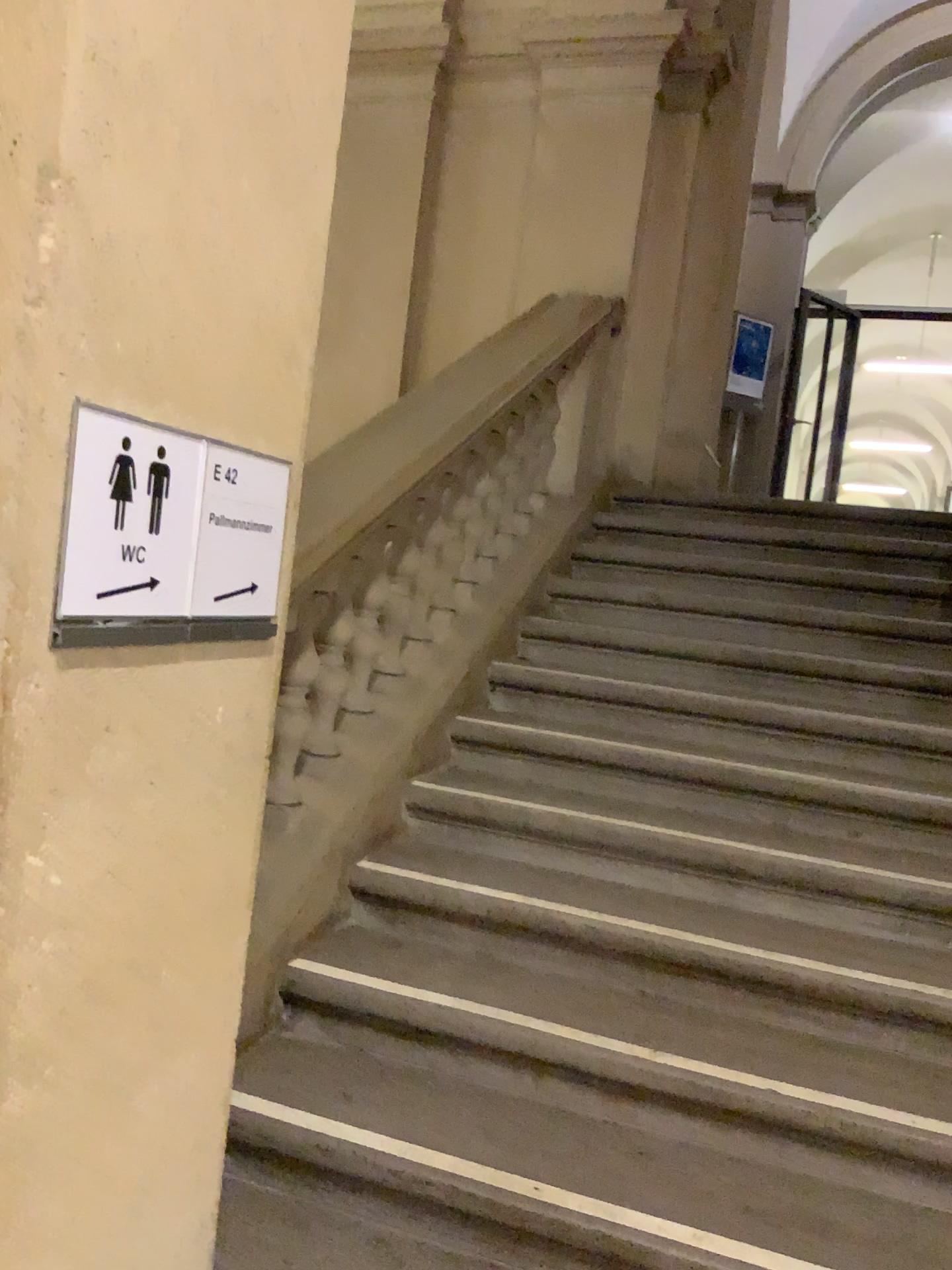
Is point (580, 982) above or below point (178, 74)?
below

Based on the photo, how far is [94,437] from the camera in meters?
1.1

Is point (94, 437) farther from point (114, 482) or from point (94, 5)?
point (94, 5)

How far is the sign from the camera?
1.1 meters

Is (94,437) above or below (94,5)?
below
